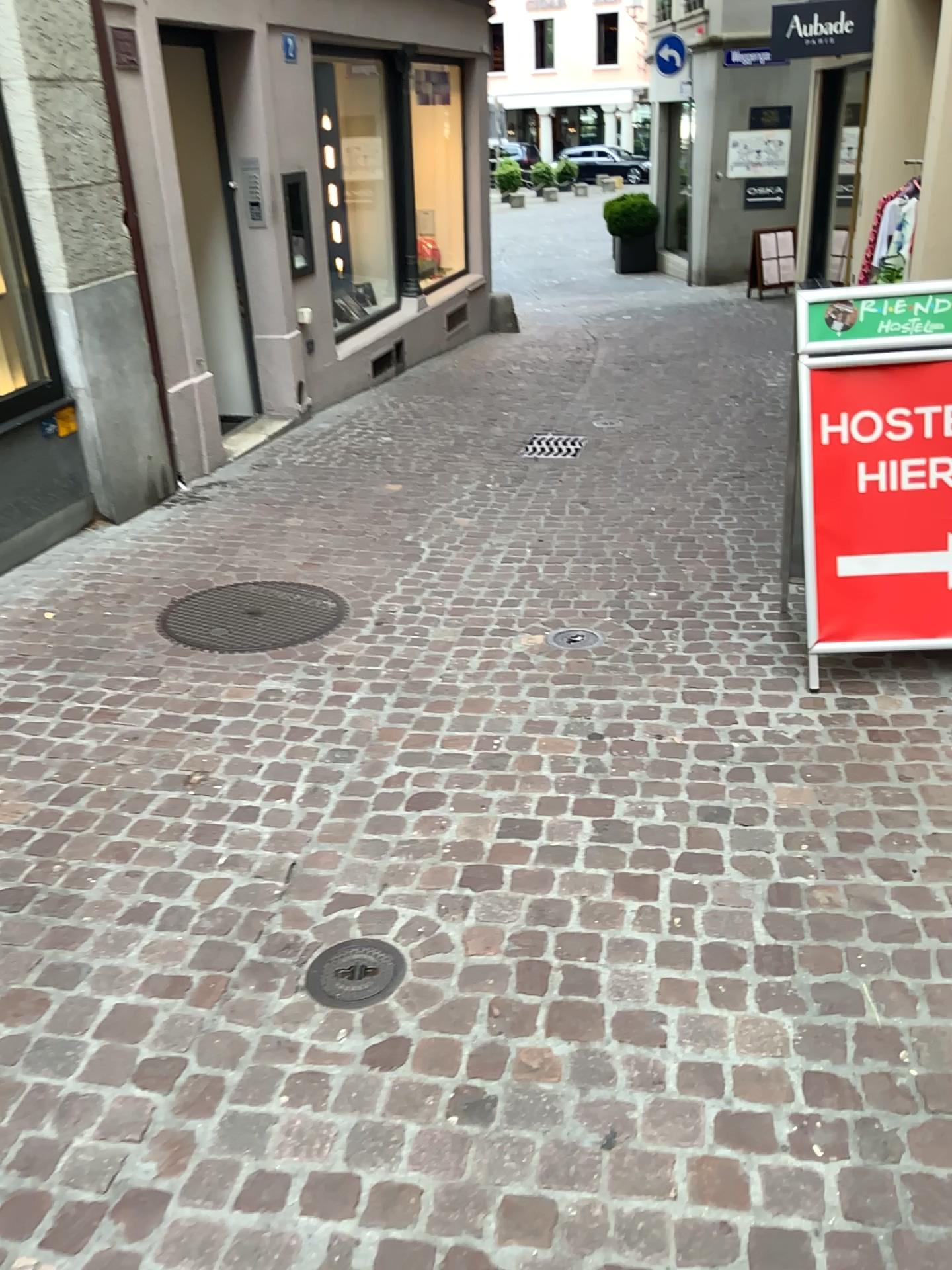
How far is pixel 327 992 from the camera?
2.2 meters

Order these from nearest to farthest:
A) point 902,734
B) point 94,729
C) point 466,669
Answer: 1. point 902,734
2. point 94,729
3. point 466,669

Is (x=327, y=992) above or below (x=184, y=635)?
below

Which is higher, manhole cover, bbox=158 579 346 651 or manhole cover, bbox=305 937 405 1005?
manhole cover, bbox=158 579 346 651

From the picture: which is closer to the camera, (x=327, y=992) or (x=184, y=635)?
(x=327, y=992)

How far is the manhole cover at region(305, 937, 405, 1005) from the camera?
2.16m

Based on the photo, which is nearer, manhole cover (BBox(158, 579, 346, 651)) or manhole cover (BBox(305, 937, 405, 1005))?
manhole cover (BBox(305, 937, 405, 1005))
